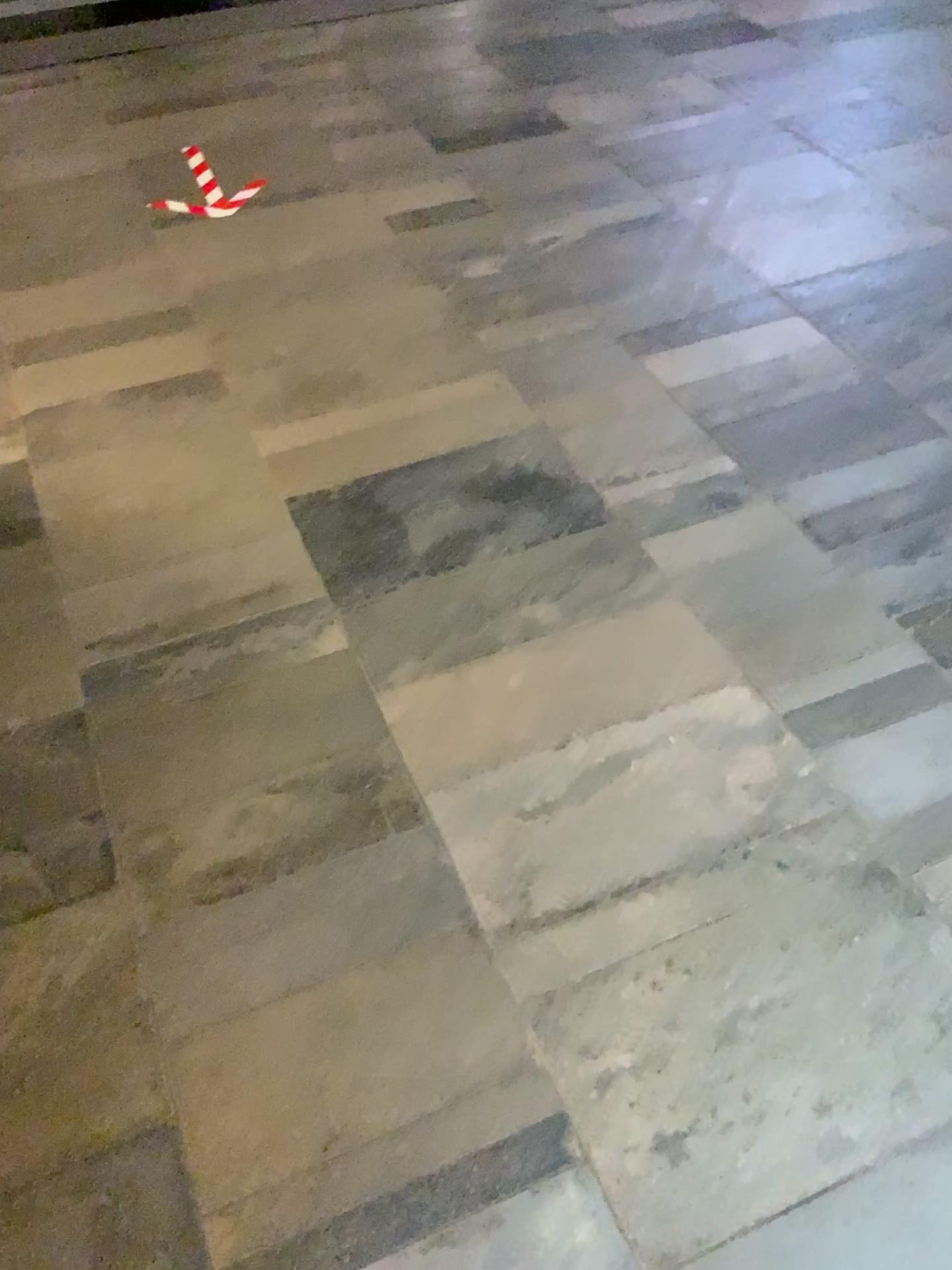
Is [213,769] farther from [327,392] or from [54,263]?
[54,263]
